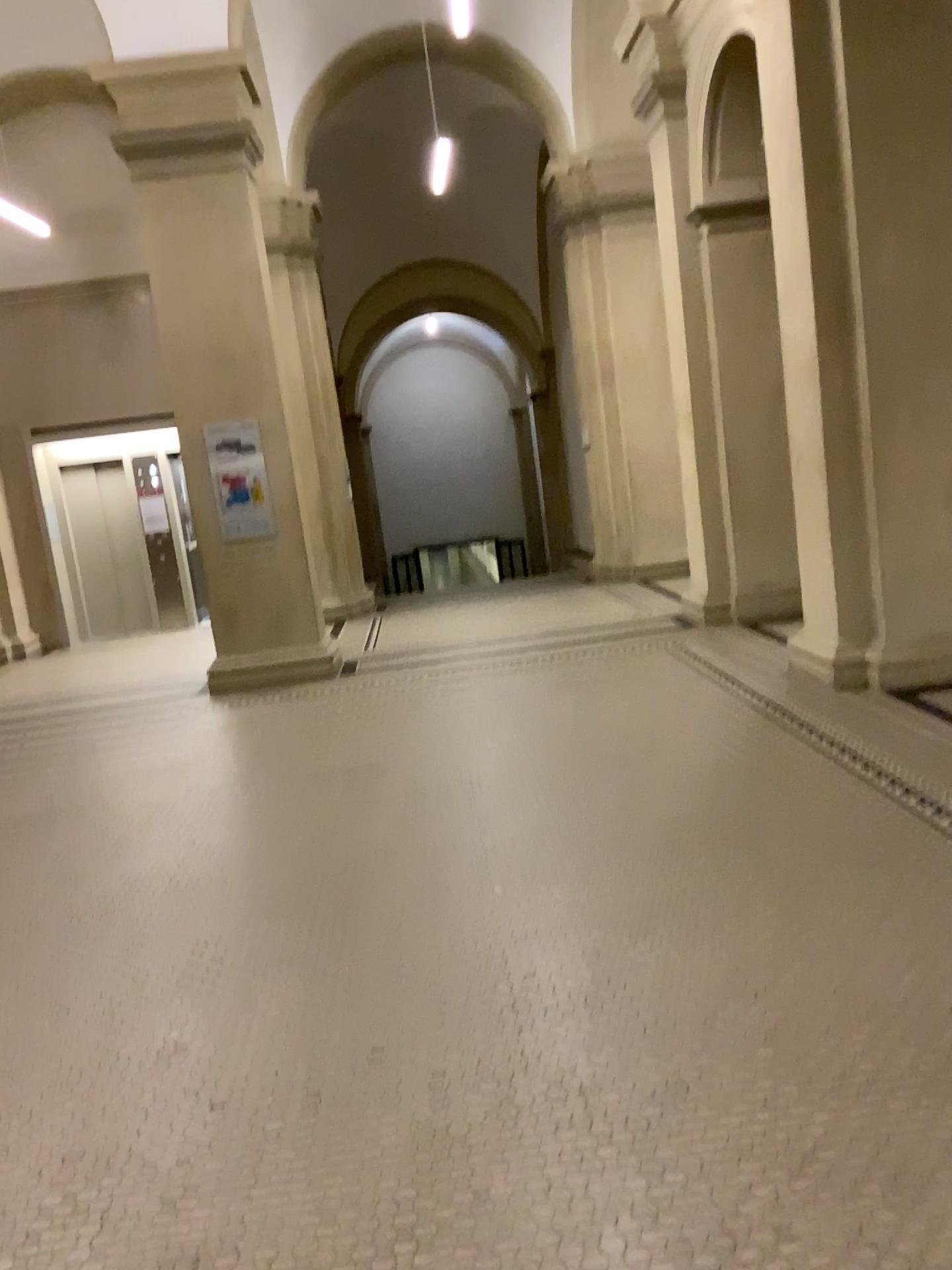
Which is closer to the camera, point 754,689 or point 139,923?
point 139,923
